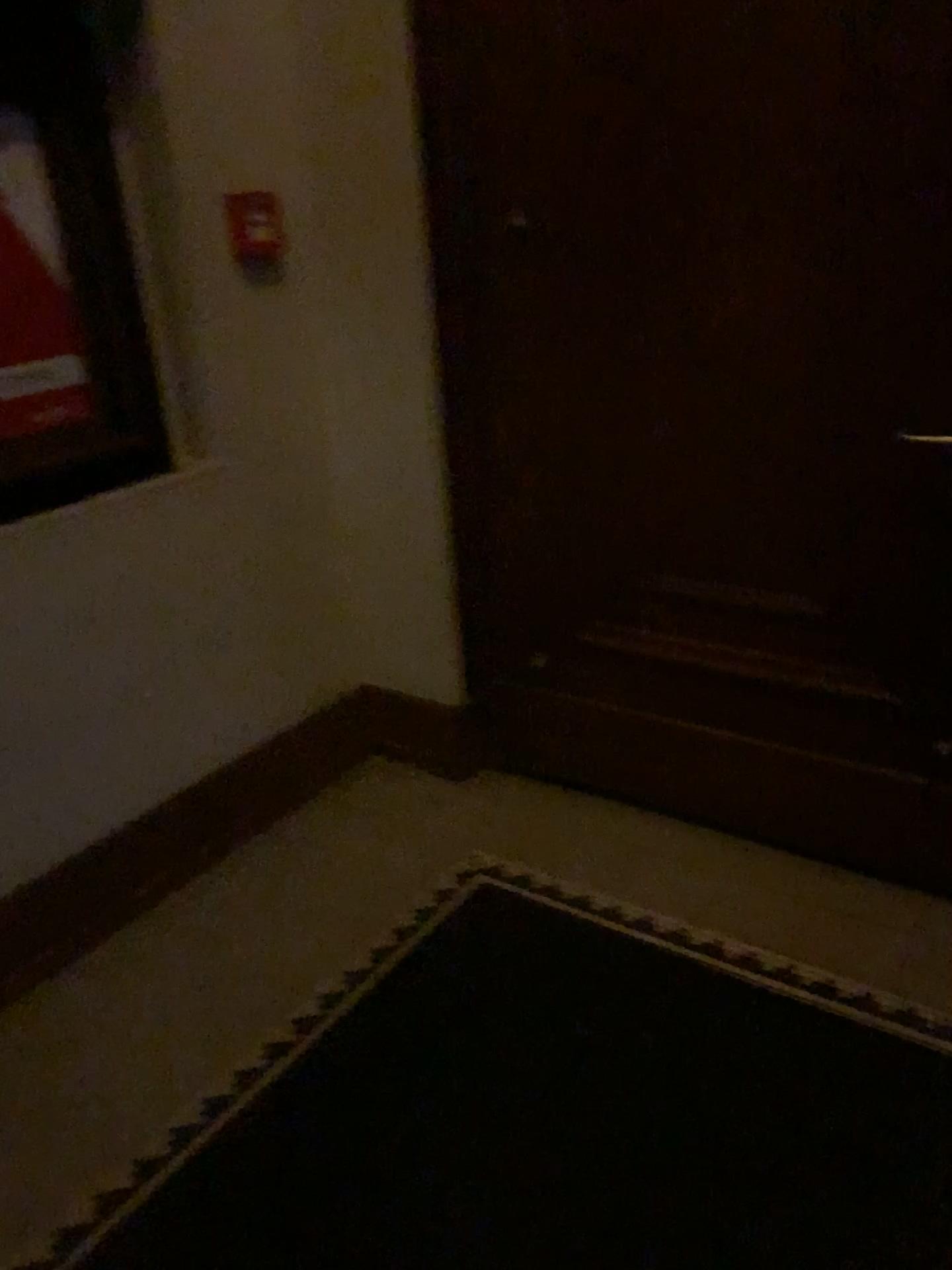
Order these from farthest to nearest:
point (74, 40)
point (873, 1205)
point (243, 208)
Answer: point (243, 208) < point (74, 40) < point (873, 1205)

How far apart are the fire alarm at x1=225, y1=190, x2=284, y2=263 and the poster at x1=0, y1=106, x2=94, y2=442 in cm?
44

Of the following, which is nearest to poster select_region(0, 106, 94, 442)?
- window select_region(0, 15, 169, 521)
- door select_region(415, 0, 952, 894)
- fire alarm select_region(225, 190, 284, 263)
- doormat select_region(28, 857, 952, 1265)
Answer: window select_region(0, 15, 169, 521)

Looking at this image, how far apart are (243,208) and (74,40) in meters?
0.5 m

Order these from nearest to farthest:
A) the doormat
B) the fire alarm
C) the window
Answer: the doormat < the window < the fire alarm

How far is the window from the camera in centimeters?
209cm

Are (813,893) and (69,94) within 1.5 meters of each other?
no

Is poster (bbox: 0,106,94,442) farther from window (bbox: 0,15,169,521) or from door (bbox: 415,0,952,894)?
door (bbox: 415,0,952,894)

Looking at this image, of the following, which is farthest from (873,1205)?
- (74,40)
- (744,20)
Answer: (74,40)

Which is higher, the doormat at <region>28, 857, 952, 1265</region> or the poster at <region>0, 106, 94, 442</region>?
the poster at <region>0, 106, 94, 442</region>
